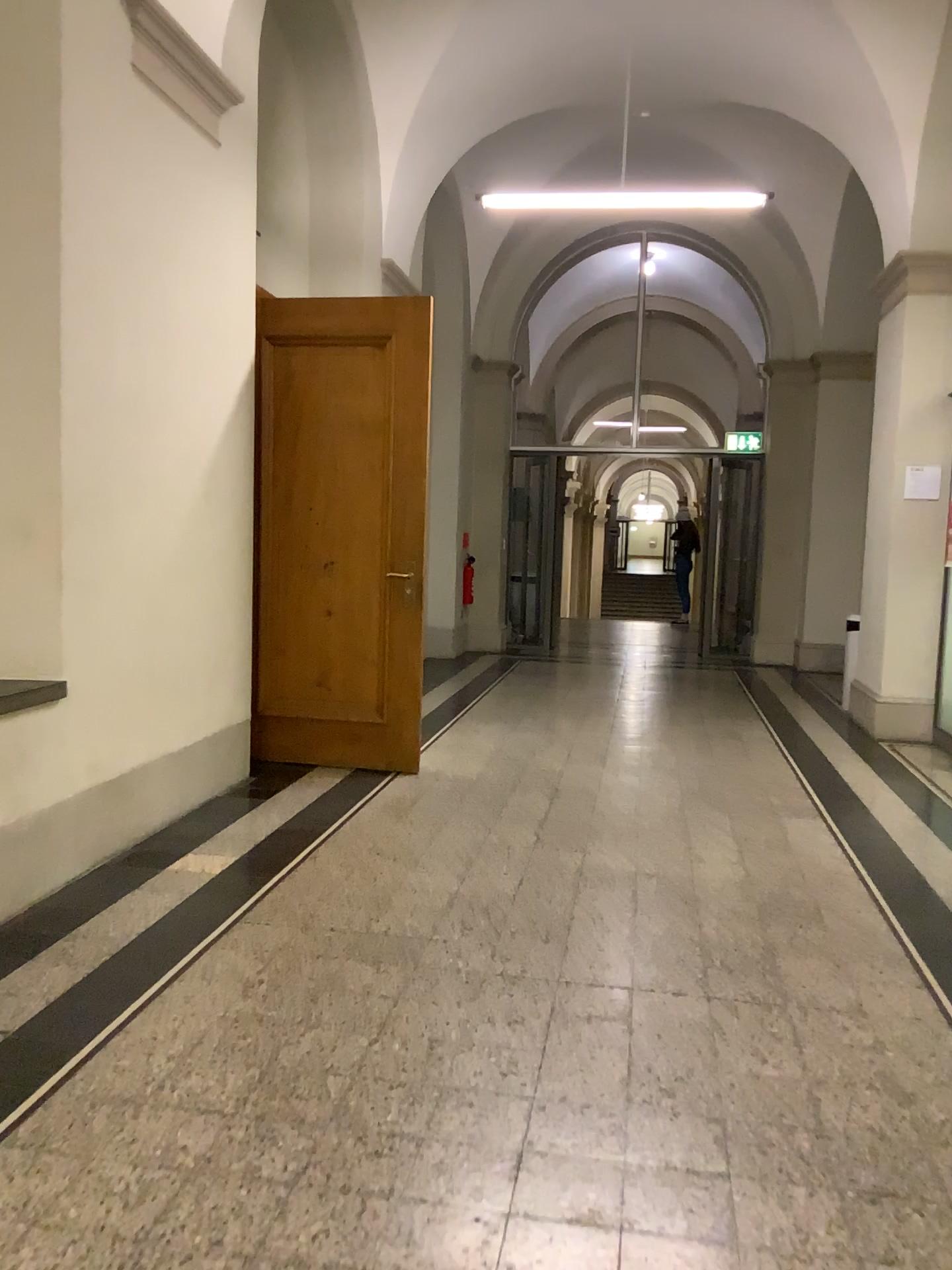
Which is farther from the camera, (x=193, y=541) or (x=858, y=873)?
(x=193, y=541)
